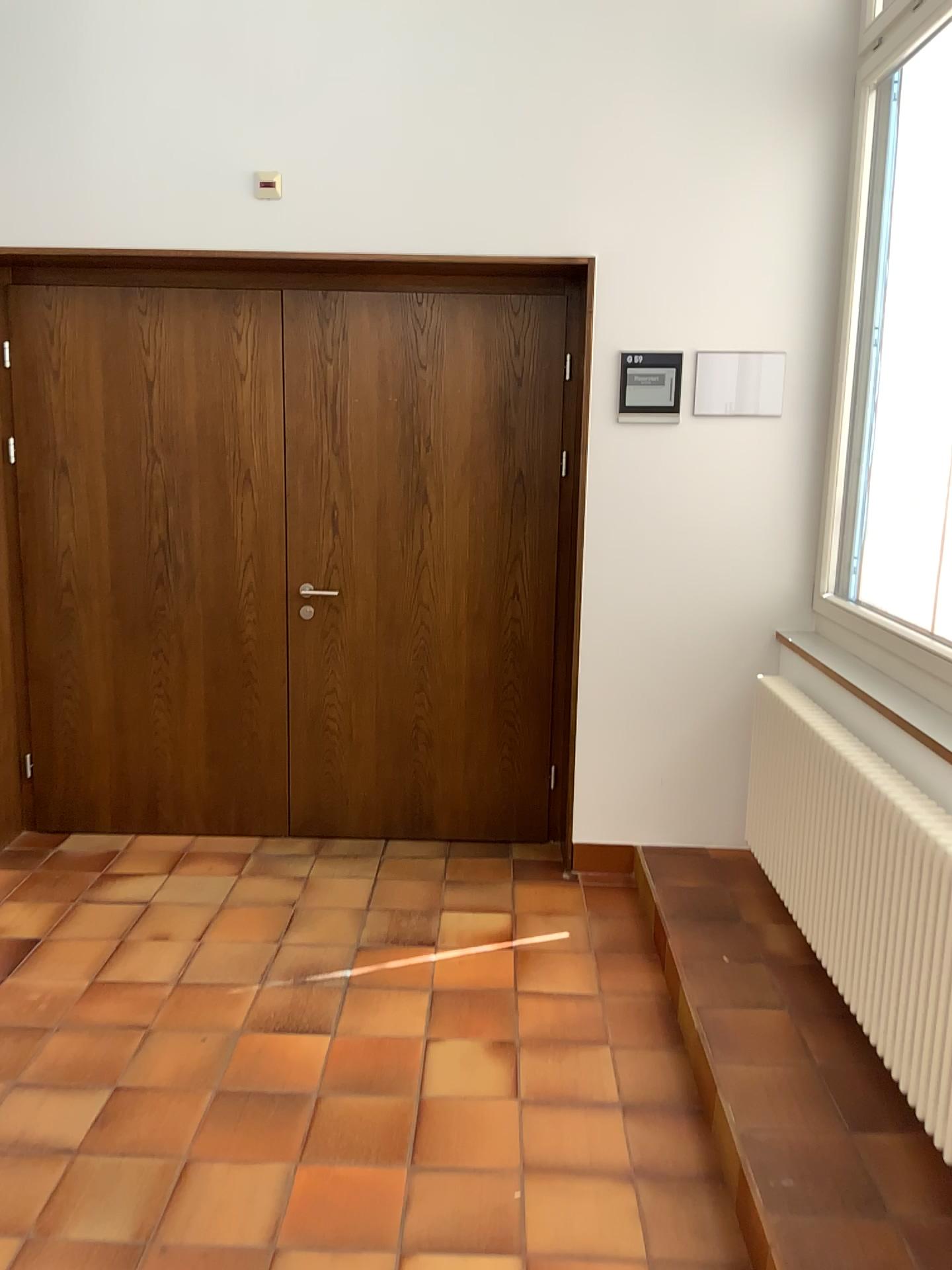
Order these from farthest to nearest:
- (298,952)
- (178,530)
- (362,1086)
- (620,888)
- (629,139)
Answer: (178,530)
(620,888)
(629,139)
(298,952)
(362,1086)

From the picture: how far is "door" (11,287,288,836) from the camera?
3.9 meters

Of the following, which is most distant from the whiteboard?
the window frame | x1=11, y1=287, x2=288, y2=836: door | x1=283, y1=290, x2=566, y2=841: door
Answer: x1=11, y1=287, x2=288, y2=836: door

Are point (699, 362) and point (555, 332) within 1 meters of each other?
yes

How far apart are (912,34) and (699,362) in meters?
1.2

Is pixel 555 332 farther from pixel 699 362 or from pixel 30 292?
pixel 30 292

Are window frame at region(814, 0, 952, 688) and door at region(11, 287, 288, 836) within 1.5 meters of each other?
no

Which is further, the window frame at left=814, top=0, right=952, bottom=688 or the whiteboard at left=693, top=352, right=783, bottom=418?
the whiteboard at left=693, top=352, right=783, bottom=418

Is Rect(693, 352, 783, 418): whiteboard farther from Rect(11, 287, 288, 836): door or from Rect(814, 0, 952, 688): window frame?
Rect(11, 287, 288, 836): door

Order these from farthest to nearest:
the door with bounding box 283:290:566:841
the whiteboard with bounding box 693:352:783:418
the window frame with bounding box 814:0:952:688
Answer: the door with bounding box 283:290:566:841 < the whiteboard with bounding box 693:352:783:418 < the window frame with bounding box 814:0:952:688
